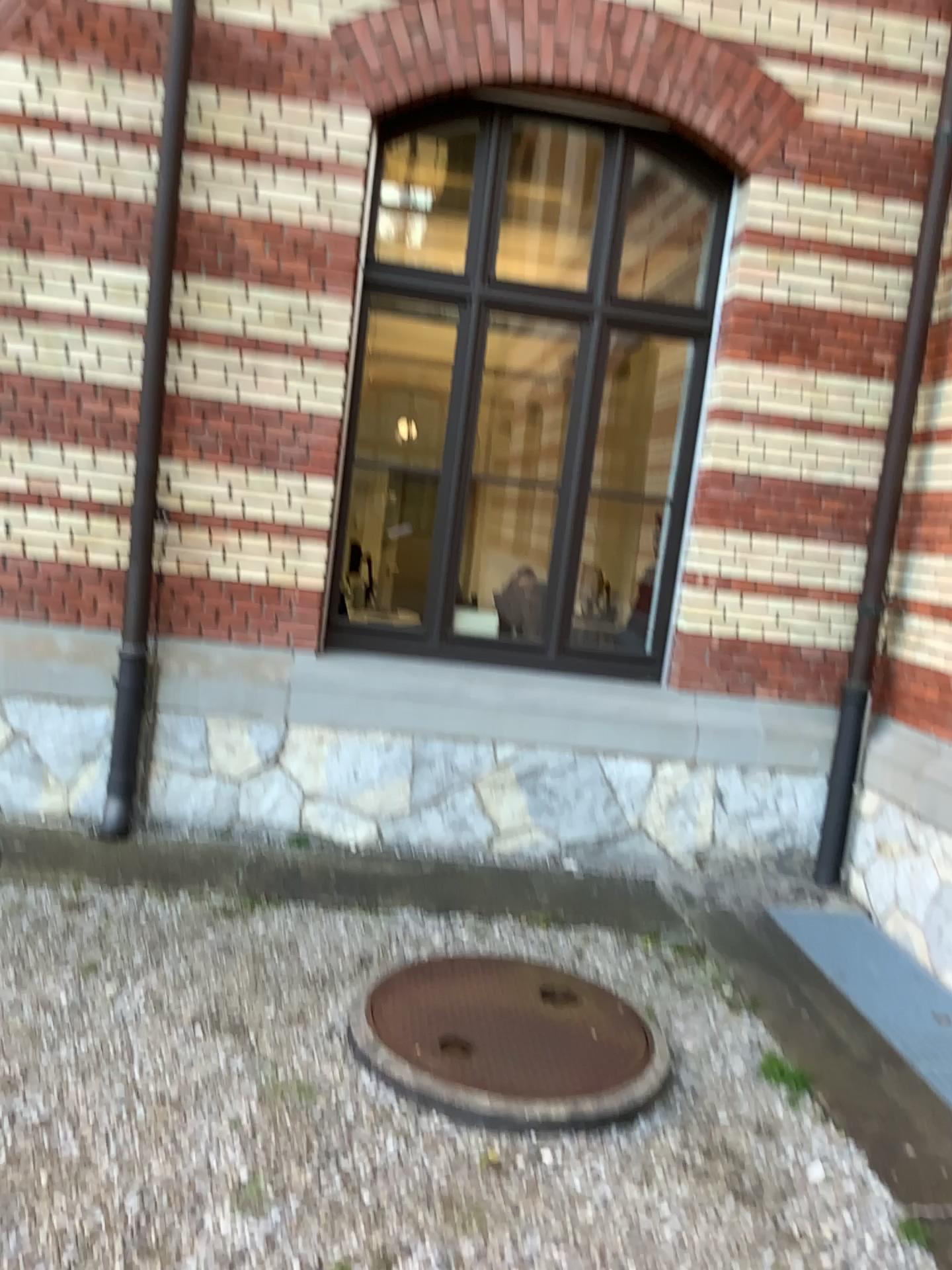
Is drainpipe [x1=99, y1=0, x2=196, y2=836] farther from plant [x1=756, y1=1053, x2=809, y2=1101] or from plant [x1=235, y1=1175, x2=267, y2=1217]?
plant [x1=756, y1=1053, x2=809, y2=1101]

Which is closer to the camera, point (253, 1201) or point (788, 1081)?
point (253, 1201)

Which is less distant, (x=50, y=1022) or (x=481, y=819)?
(x=50, y=1022)

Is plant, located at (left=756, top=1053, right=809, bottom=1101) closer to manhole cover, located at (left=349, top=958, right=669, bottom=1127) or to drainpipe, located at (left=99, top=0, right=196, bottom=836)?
manhole cover, located at (left=349, top=958, right=669, bottom=1127)

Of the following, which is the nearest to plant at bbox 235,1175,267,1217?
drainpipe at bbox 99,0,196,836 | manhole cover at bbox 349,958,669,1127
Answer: manhole cover at bbox 349,958,669,1127

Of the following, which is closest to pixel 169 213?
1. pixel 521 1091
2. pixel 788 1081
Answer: pixel 521 1091

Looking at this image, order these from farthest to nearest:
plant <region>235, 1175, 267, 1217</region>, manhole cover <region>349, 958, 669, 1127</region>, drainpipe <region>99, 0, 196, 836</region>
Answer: drainpipe <region>99, 0, 196, 836</region>
manhole cover <region>349, 958, 669, 1127</region>
plant <region>235, 1175, 267, 1217</region>

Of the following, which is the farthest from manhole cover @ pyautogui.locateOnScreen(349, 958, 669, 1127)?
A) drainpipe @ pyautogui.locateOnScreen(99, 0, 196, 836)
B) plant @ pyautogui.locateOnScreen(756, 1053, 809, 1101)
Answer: drainpipe @ pyautogui.locateOnScreen(99, 0, 196, 836)

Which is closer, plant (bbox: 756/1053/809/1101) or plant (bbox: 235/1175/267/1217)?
plant (bbox: 235/1175/267/1217)

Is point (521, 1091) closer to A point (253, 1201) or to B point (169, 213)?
A point (253, 1201)
